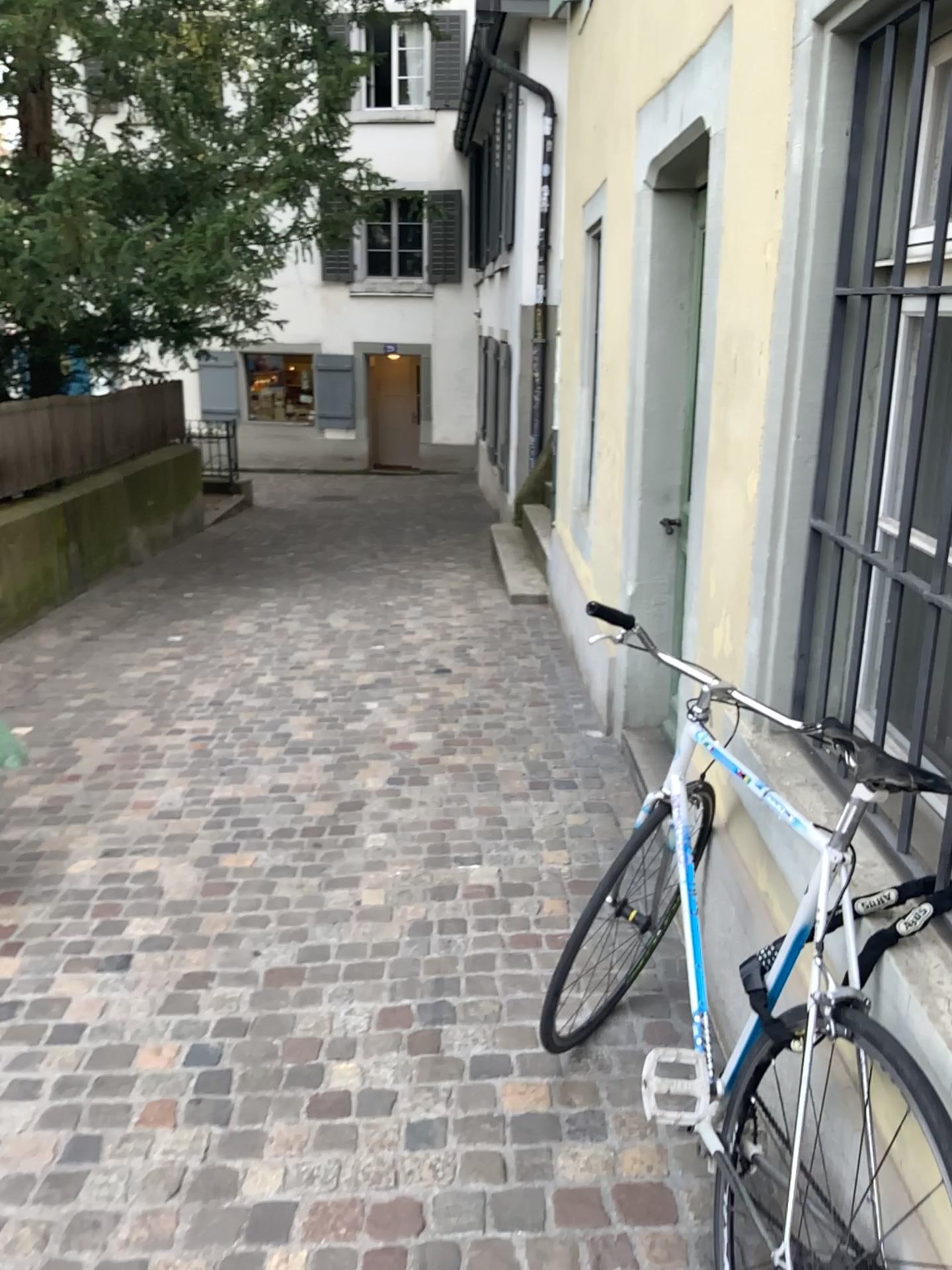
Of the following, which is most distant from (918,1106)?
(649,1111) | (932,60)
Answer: (932,60)

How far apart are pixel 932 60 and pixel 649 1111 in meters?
1.8 m

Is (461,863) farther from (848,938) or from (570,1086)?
(848,938)

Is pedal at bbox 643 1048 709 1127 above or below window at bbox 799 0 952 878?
below

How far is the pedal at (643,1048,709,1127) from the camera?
1.8m

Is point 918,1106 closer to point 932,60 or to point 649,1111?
point 649,1111

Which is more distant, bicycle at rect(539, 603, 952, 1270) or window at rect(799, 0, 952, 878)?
window at rect(799, 0, 952, 878)

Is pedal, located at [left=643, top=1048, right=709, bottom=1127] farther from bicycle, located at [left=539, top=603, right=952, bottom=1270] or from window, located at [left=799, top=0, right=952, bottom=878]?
window, located at [left=799, top=0, right=952, bottom=878]

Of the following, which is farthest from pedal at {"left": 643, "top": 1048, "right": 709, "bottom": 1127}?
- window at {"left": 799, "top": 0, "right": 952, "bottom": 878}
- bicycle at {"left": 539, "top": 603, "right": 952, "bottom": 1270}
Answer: window at {"left": 799, "top": 0, "right": 952, "bottom": 878}

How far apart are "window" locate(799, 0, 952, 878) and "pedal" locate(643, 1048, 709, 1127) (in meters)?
0.54
